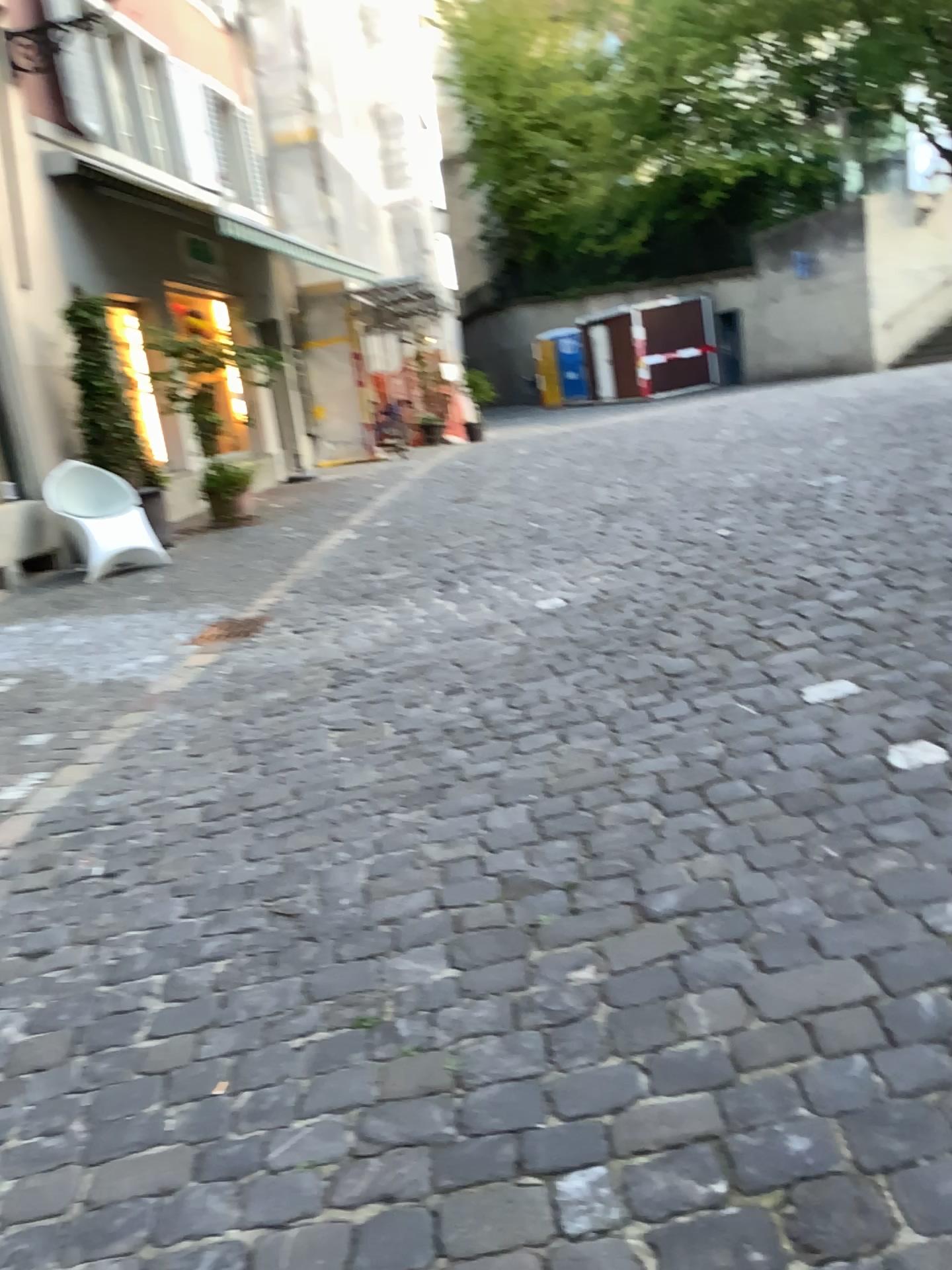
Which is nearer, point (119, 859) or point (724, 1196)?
point (724, 1196)
